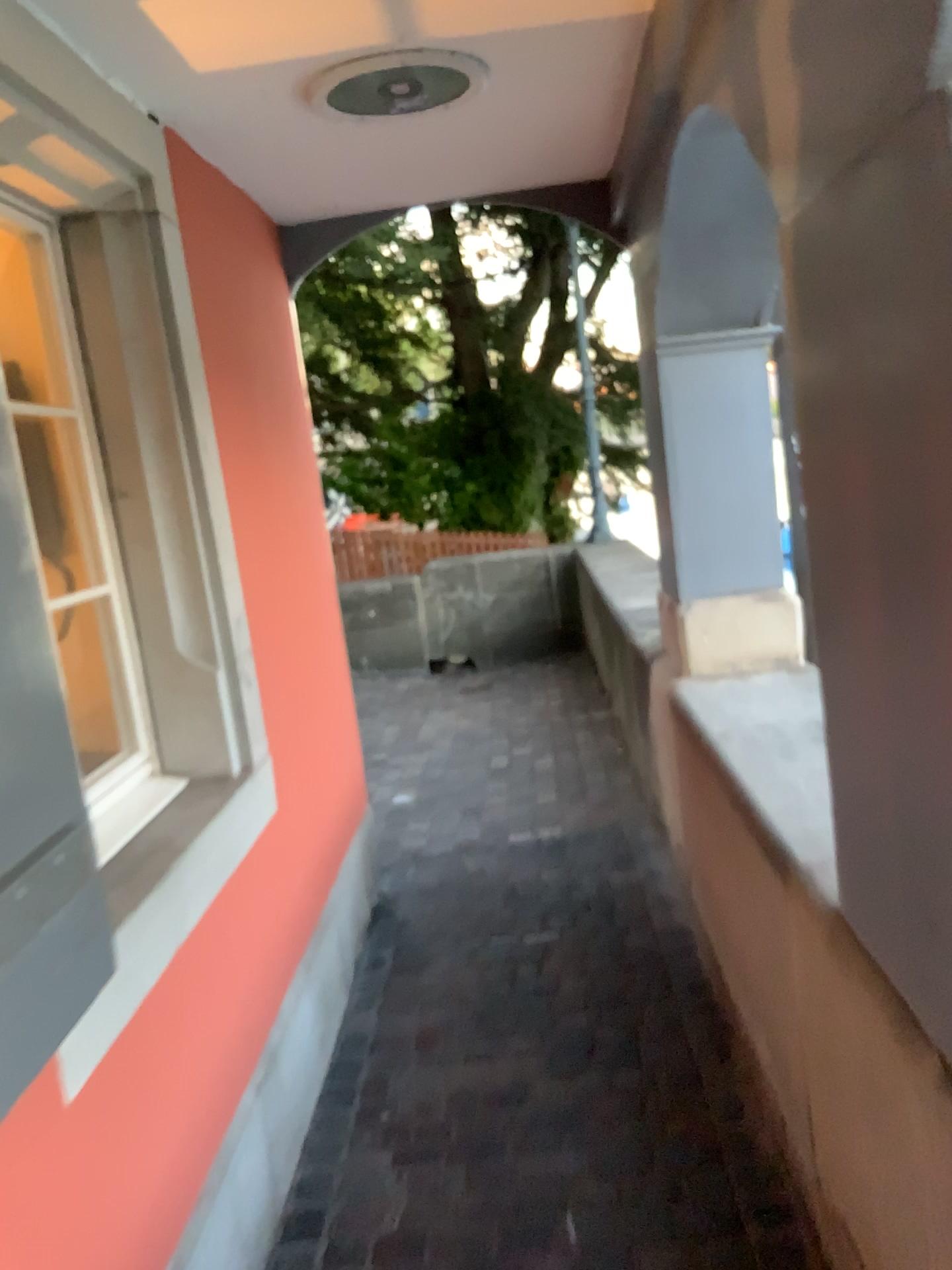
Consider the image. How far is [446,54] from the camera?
2.0 meters

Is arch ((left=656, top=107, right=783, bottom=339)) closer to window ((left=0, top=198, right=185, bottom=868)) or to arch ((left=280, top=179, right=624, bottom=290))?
arch ((left=280, top=179, right=624, bottom=290))

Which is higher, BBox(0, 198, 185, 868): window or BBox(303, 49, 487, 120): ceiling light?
BBox(303, 49, 487, 120): ceiling light

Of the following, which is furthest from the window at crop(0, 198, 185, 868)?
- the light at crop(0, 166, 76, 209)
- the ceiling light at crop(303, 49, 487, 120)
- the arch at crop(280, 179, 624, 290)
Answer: the arch at crop(280, 179, 624, 290)

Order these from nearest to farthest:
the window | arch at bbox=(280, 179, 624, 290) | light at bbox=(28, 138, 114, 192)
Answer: light at bbox=(28, 138, 114, 192)
the window
arch at bbox=(280, 179, 624, 290)

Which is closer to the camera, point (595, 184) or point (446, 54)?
point (446, 54)

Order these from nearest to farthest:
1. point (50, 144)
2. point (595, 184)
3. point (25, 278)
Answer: point (50, 144), point (25, 278), point (595, 184)

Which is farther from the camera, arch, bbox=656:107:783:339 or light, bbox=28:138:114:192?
arch, bbox=656:107:783:339

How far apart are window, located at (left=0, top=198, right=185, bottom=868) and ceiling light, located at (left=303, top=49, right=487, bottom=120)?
0.6 meters

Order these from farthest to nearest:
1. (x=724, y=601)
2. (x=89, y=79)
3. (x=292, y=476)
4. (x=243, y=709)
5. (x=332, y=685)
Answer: (x=332, y=685), (x=724, y=601), (x=292, y=476), (x=243, y=709), (x=89, y=79)
